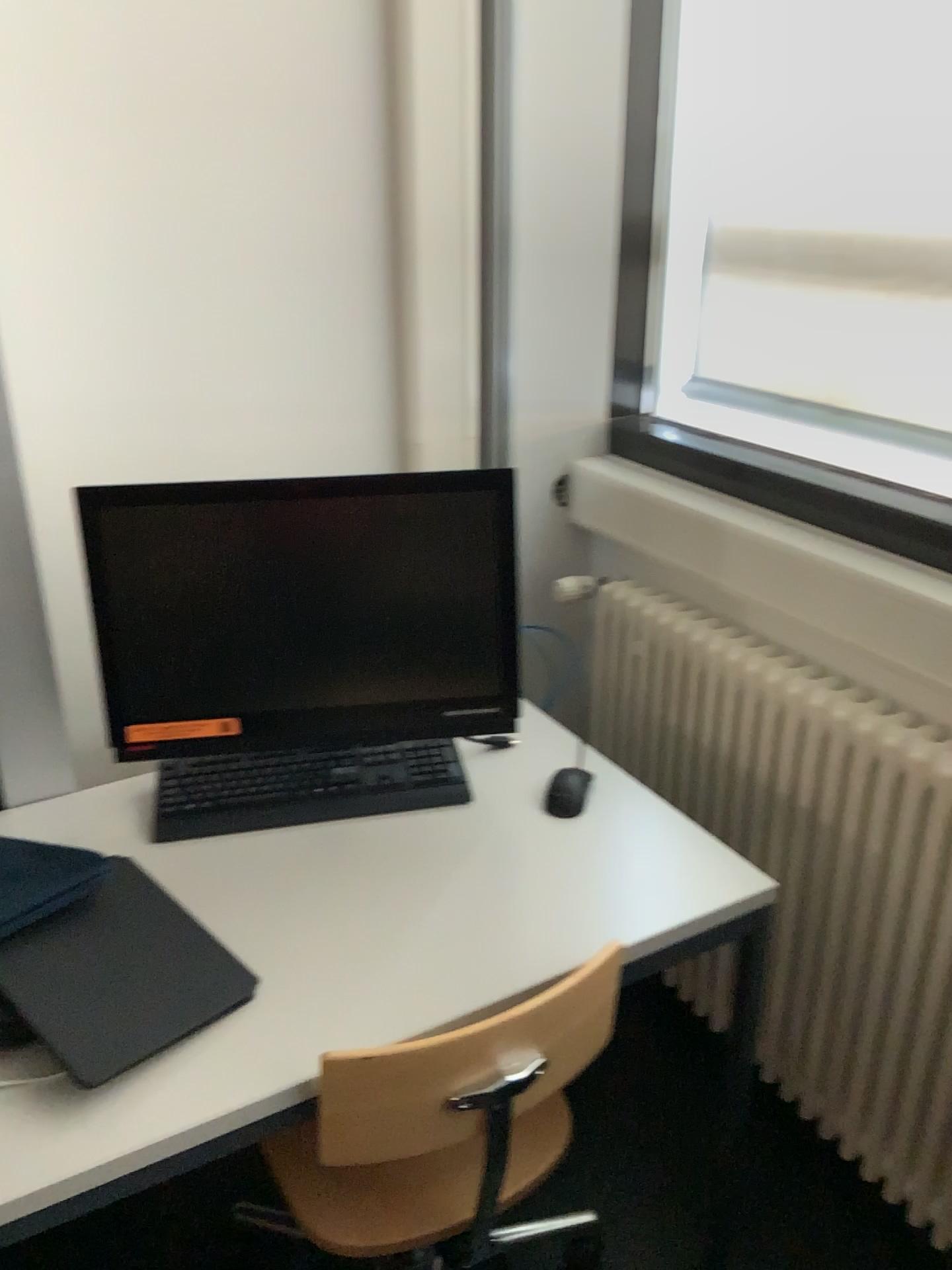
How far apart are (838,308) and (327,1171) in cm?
165

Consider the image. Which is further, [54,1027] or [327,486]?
[327,486]

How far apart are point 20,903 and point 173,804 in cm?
35

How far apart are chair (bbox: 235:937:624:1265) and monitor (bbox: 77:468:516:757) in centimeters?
44cm

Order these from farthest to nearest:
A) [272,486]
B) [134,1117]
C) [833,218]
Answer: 1. [833,218]
2. [272,486]
3. [134,1117]

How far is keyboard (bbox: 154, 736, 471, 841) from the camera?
1.5 meters

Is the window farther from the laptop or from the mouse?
the laptop

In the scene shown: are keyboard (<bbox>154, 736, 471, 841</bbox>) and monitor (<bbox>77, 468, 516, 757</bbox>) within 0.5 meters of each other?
yes

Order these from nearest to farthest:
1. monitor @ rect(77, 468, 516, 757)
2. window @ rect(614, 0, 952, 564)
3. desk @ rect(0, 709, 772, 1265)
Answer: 1. desk @ rect(0, 709, 772, 1265)
2. monitor @ rect(77, 468, 516, 757)
3. window @ rect(614, 0, 952, 564)

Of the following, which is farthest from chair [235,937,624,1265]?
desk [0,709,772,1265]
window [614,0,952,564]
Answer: window [614,0,952,564]
